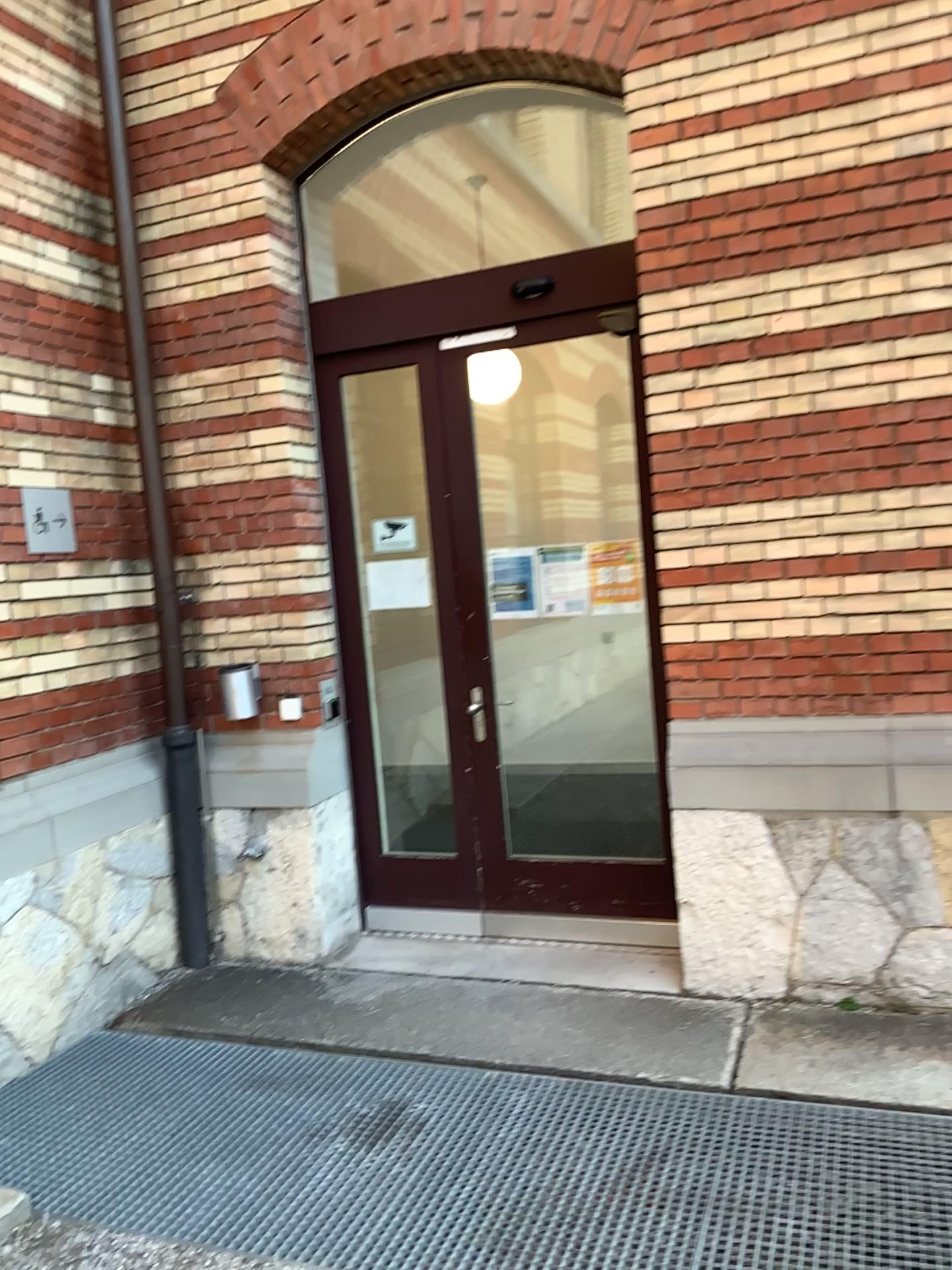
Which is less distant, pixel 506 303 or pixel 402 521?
pixel 506 303

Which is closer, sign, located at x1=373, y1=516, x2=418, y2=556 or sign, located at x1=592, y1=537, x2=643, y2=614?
sign, located at x1=592, y1=537, x2=643, y2=614

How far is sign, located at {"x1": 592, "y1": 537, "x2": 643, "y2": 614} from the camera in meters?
4.2 m

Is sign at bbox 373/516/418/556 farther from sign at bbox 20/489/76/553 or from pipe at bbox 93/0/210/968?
sign at bbox 20/489/76/553

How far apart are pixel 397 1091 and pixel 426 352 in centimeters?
284cm

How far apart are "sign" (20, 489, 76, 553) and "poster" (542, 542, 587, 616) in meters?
1.9 m

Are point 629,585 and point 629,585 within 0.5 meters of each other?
yes

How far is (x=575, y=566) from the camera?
4.3 meters

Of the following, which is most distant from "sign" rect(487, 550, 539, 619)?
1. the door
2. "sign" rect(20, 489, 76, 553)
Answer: "sign" rect(20, 489, 76, 553)

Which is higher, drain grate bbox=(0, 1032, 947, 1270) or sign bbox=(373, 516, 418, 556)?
sign bbox=(373, 516, 418, 556)
